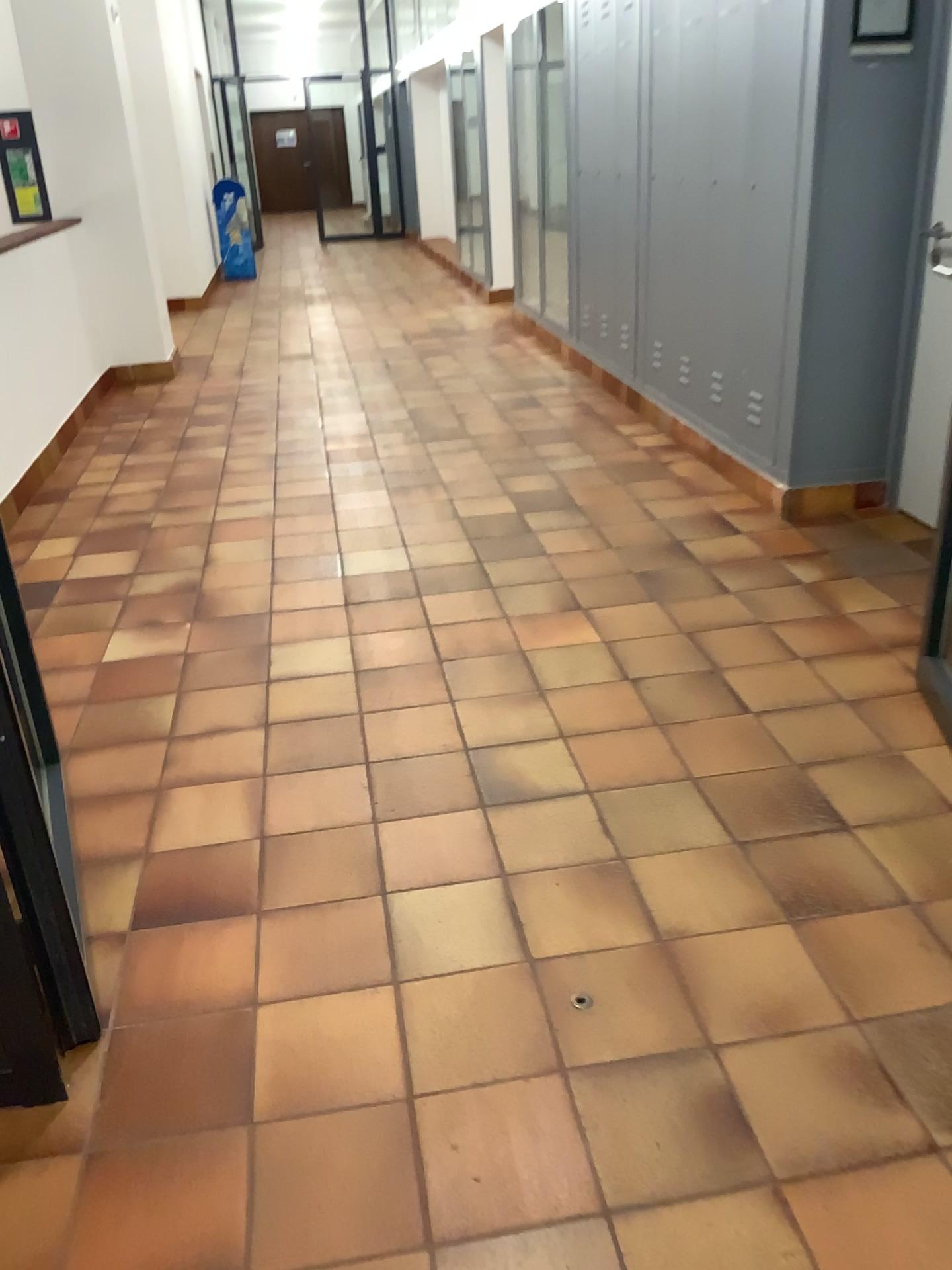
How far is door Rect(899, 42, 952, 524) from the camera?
3.6 meters

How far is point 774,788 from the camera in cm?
239

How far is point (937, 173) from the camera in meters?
3.6 m
